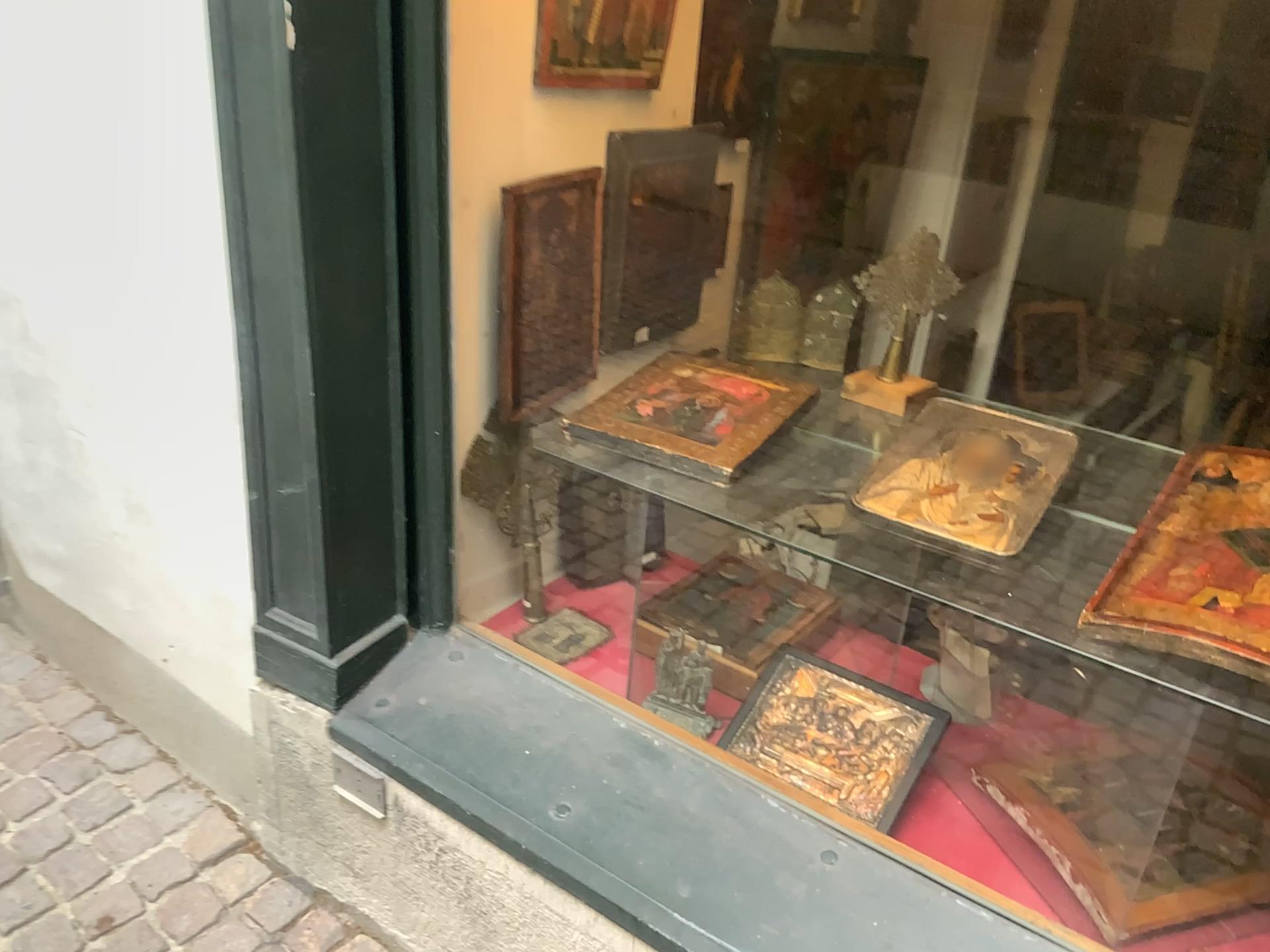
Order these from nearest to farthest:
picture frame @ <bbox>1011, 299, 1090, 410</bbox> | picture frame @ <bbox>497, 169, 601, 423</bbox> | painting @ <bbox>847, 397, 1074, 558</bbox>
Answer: picture frame @ <bbox>1011, 299, 1090, 410</bbox> → painting @ <bbox>847, 397, 1074, 558</bbox> → picture frame @ <bbox>497, 169, 601, 423</bbox>

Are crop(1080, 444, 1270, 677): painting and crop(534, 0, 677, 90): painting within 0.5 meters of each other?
no

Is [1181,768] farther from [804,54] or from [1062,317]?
[804,54]

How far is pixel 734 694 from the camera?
1.6 meters

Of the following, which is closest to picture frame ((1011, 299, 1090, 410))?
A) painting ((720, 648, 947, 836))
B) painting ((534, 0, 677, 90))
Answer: painting ((720, 648, 947, 836))

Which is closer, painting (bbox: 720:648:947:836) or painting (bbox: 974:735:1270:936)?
painting (bbox: 974:735:1270:936)

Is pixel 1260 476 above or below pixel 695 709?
above

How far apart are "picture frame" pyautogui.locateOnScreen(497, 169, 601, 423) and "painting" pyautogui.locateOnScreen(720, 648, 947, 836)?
0.6m

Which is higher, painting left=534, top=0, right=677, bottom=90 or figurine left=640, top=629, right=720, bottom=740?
painting left=534, top=0, right=677, bottom=90

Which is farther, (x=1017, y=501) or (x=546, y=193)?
(x=546, y=193)
